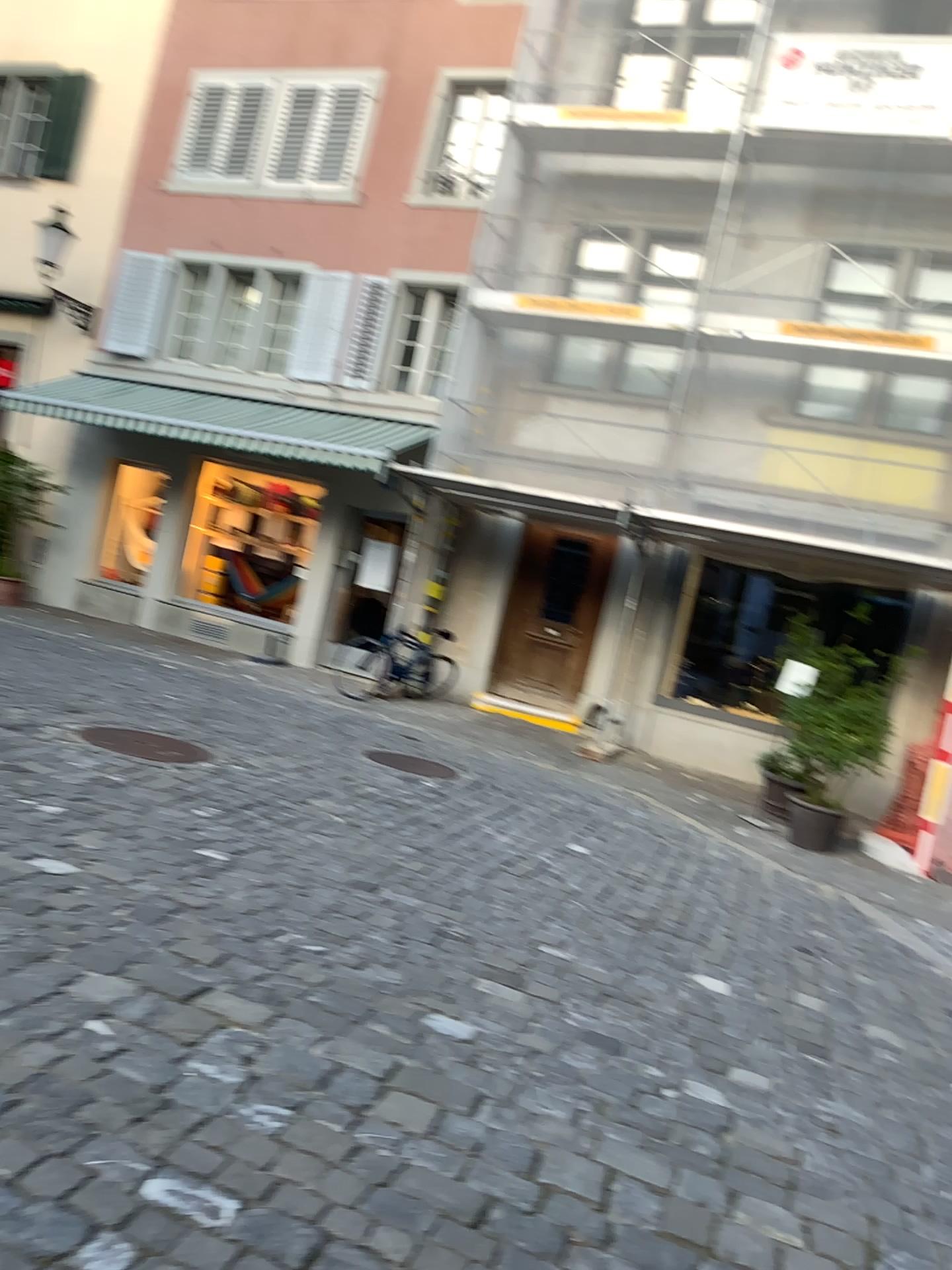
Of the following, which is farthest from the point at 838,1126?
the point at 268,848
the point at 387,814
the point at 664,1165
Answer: the point at 387,814
